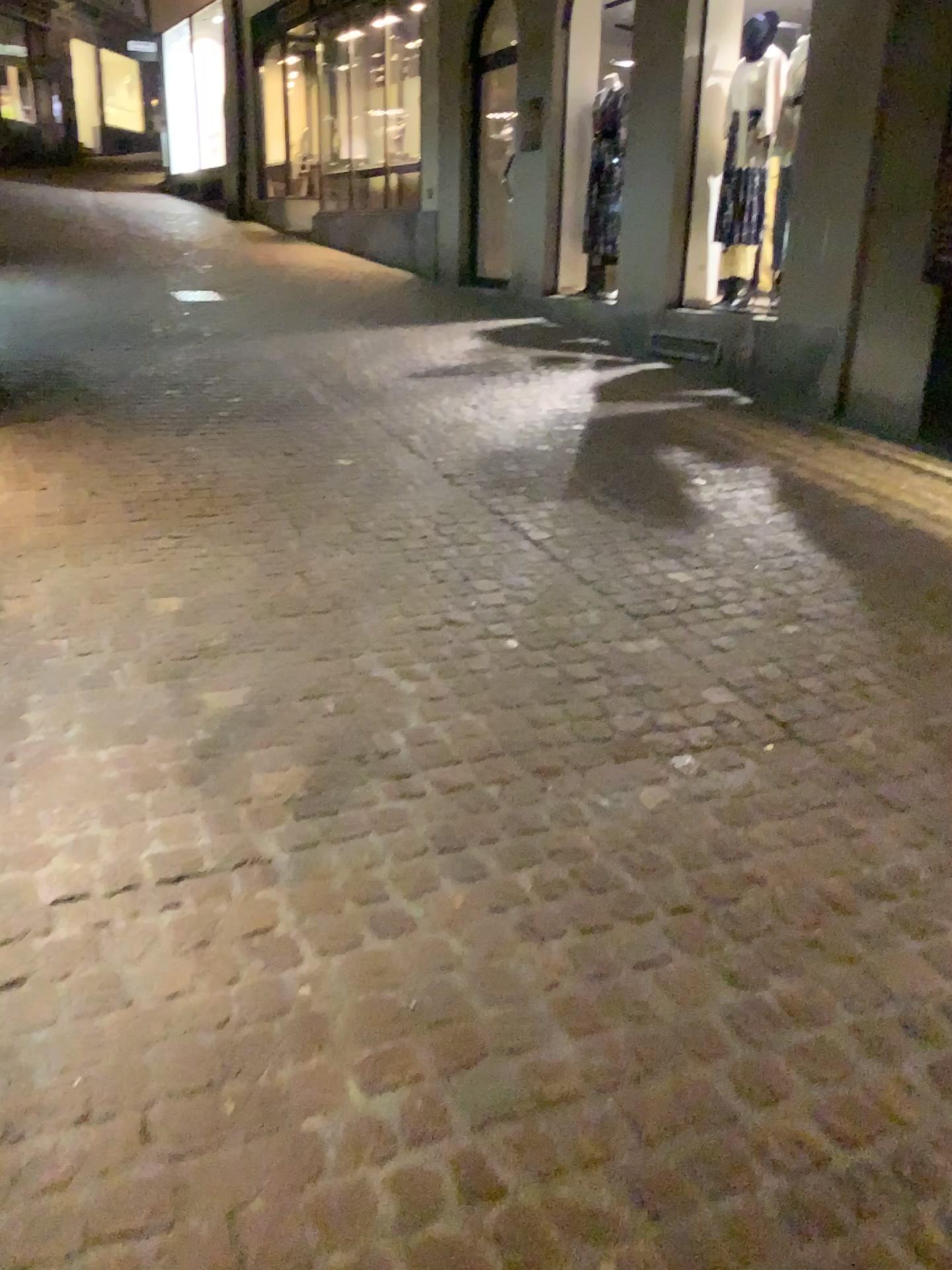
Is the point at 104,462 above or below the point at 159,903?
above
